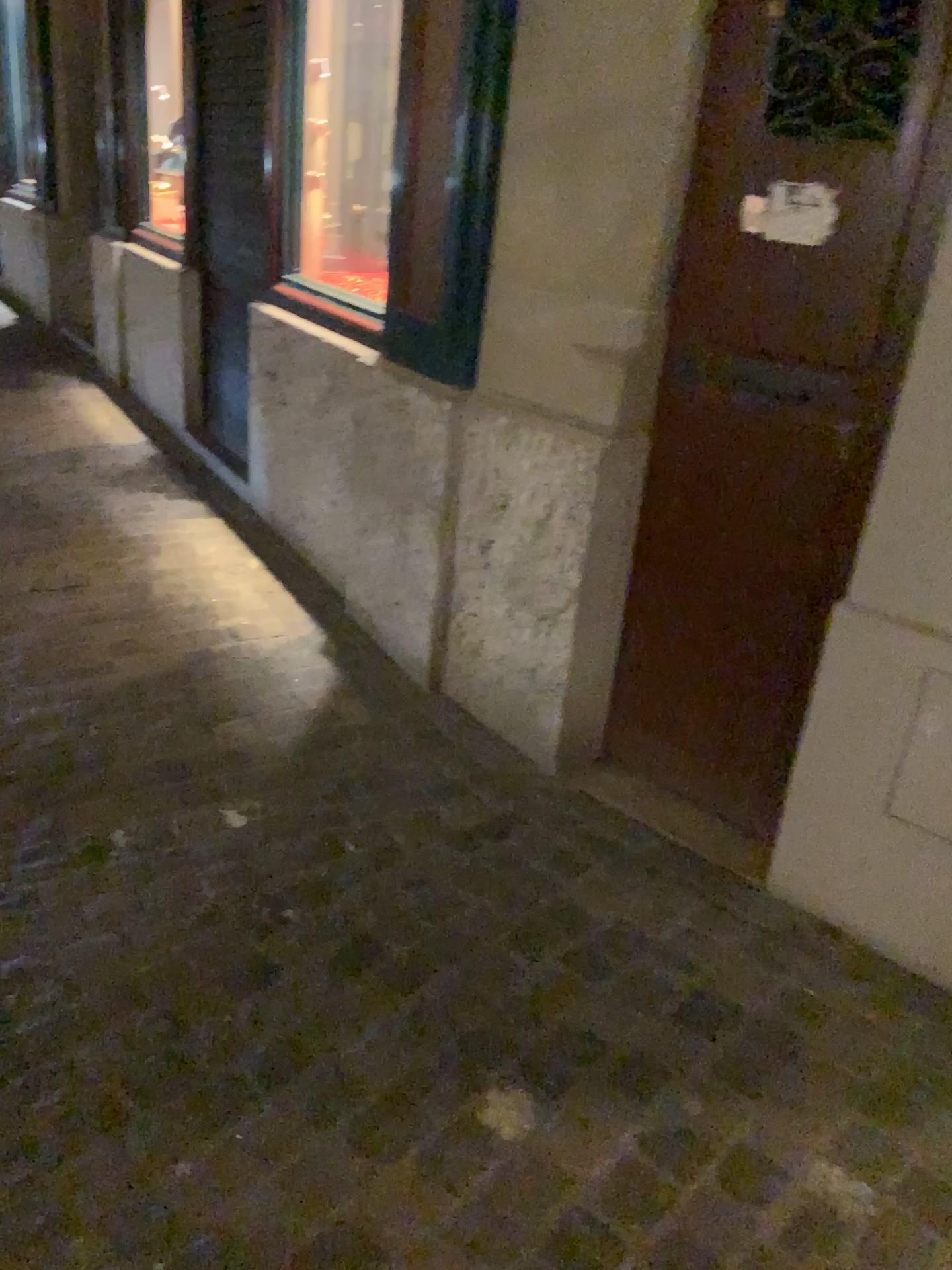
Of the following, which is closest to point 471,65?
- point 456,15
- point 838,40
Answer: point 456,15

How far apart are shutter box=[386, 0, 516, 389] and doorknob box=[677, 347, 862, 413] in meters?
0.6 m

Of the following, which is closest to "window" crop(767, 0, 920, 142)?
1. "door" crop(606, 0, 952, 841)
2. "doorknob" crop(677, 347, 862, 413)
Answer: "door" crop(606, 0, 952, 841)

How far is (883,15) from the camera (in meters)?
1.73

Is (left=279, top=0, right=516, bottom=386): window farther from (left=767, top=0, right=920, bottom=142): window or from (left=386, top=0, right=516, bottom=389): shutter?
(left=767, top=0, right=920, bottom=142): window

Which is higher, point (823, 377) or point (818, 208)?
point (818, 208)

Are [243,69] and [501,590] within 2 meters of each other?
no

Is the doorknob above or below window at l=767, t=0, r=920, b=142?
below

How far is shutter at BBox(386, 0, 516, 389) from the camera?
2.32m

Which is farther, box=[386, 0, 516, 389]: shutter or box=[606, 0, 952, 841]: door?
box=[386, 0, 516, 389]: shutter
